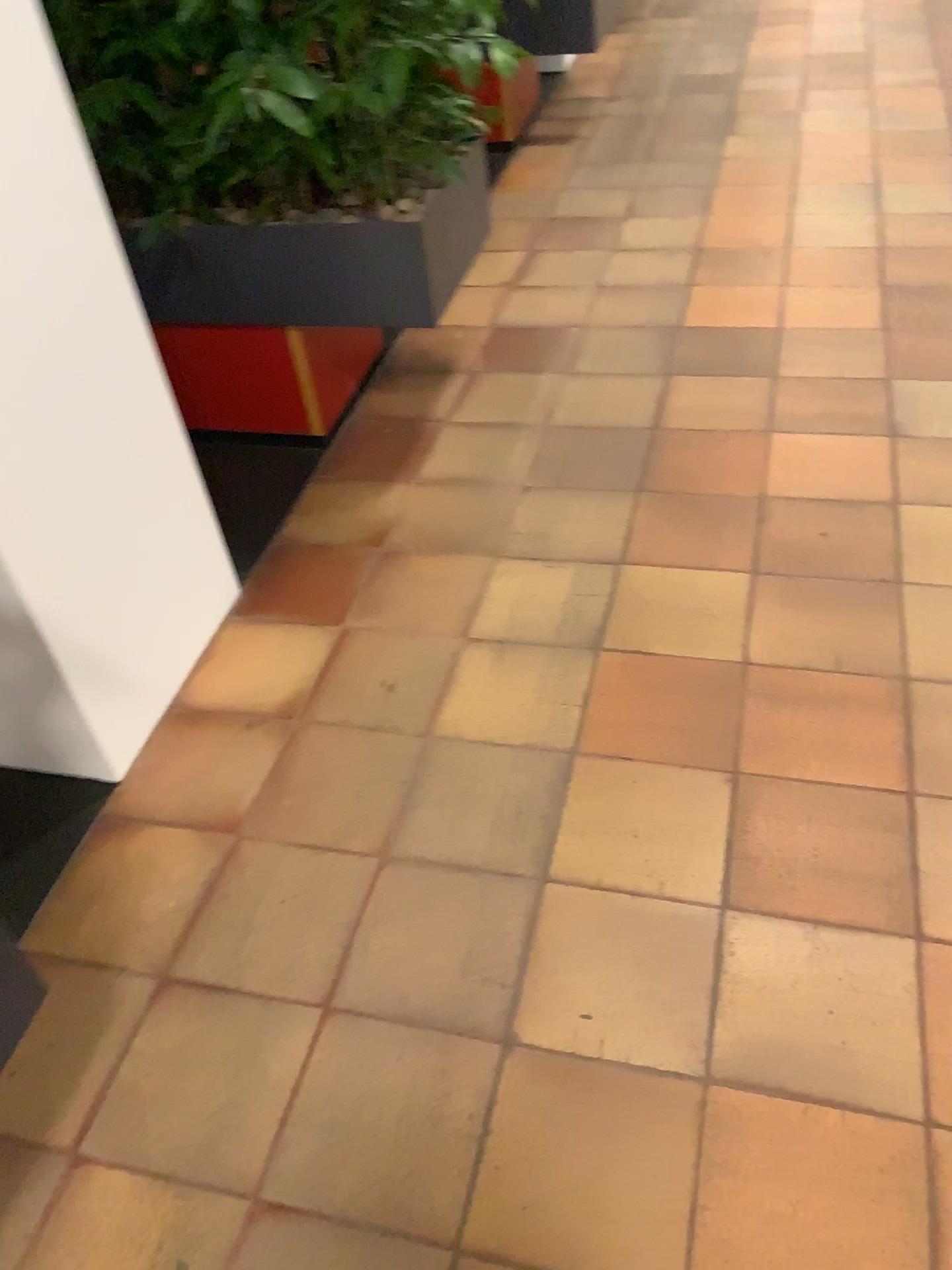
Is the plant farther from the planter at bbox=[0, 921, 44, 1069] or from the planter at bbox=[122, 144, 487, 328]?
the planter at bbox=[0, 921, 44, 1069]

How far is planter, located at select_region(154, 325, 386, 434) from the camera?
2.4 meters

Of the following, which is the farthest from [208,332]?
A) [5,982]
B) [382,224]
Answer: [5,982]

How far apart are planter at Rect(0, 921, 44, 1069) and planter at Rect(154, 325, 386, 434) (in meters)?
1.43

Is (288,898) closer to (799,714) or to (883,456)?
(799,714)

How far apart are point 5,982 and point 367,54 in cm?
165

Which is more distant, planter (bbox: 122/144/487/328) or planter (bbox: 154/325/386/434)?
planter (bbox: 154/325/386/434)

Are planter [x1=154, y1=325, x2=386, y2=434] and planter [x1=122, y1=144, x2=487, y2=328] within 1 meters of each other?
yes

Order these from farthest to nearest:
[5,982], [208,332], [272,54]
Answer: [208,332], [272,54], [5,982]

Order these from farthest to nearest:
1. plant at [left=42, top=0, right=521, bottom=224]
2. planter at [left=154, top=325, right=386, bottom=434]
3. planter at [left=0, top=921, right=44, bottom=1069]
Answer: planter at [left=154, top=325, right=386, bottom=434] → plant at [left=42, top=0, right=521, bottom=224] → planter at [left=0, top=921, right=44, bottom=1069]
